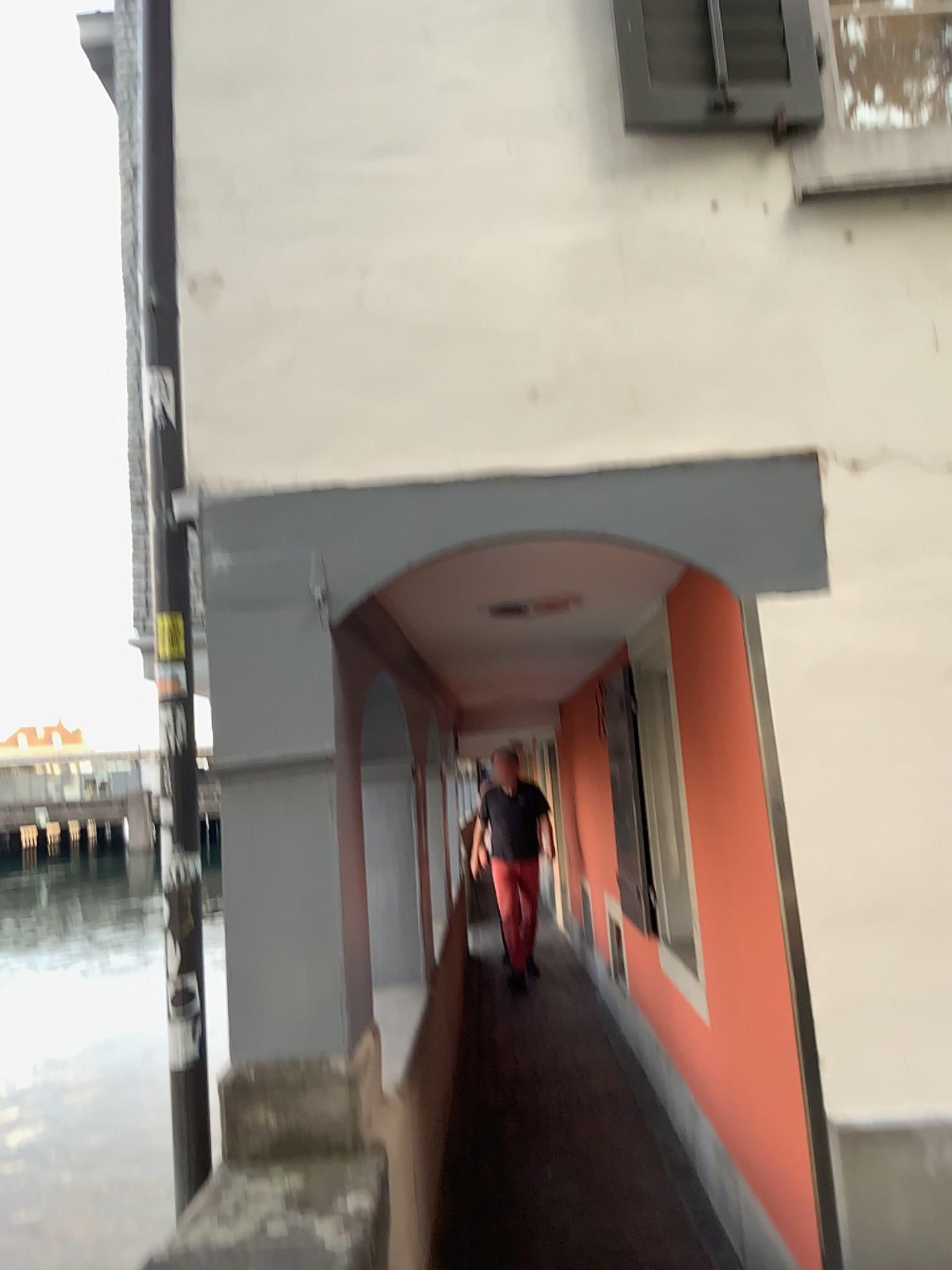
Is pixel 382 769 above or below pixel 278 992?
above

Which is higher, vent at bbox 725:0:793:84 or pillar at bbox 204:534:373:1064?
vent at bbox 725:0:793:84

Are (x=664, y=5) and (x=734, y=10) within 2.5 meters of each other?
yes

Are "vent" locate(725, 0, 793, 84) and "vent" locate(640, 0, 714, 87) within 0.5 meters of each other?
yes

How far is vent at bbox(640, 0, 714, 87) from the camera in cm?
283

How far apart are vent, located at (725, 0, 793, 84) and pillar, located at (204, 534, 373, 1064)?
1.8m

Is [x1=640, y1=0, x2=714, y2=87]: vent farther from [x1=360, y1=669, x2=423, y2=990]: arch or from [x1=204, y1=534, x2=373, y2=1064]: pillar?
[x1=360, y1=669, x2=423, y2=990]: arch

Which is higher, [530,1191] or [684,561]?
[684,561]

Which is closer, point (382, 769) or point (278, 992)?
point (278, 992)

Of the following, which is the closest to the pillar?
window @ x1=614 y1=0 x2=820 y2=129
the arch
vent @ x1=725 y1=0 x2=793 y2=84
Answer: the arch
